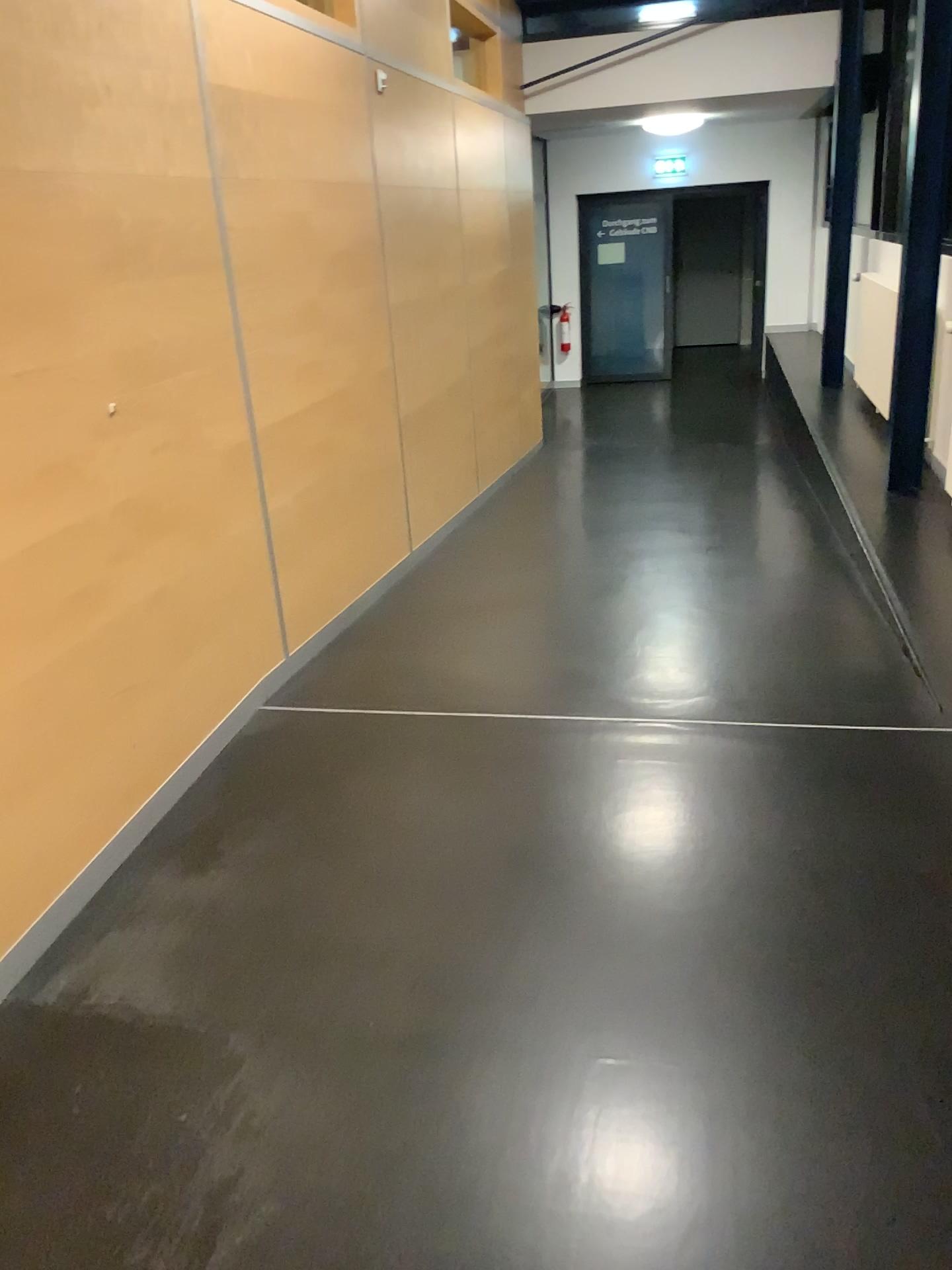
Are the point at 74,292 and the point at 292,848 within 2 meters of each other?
yes
